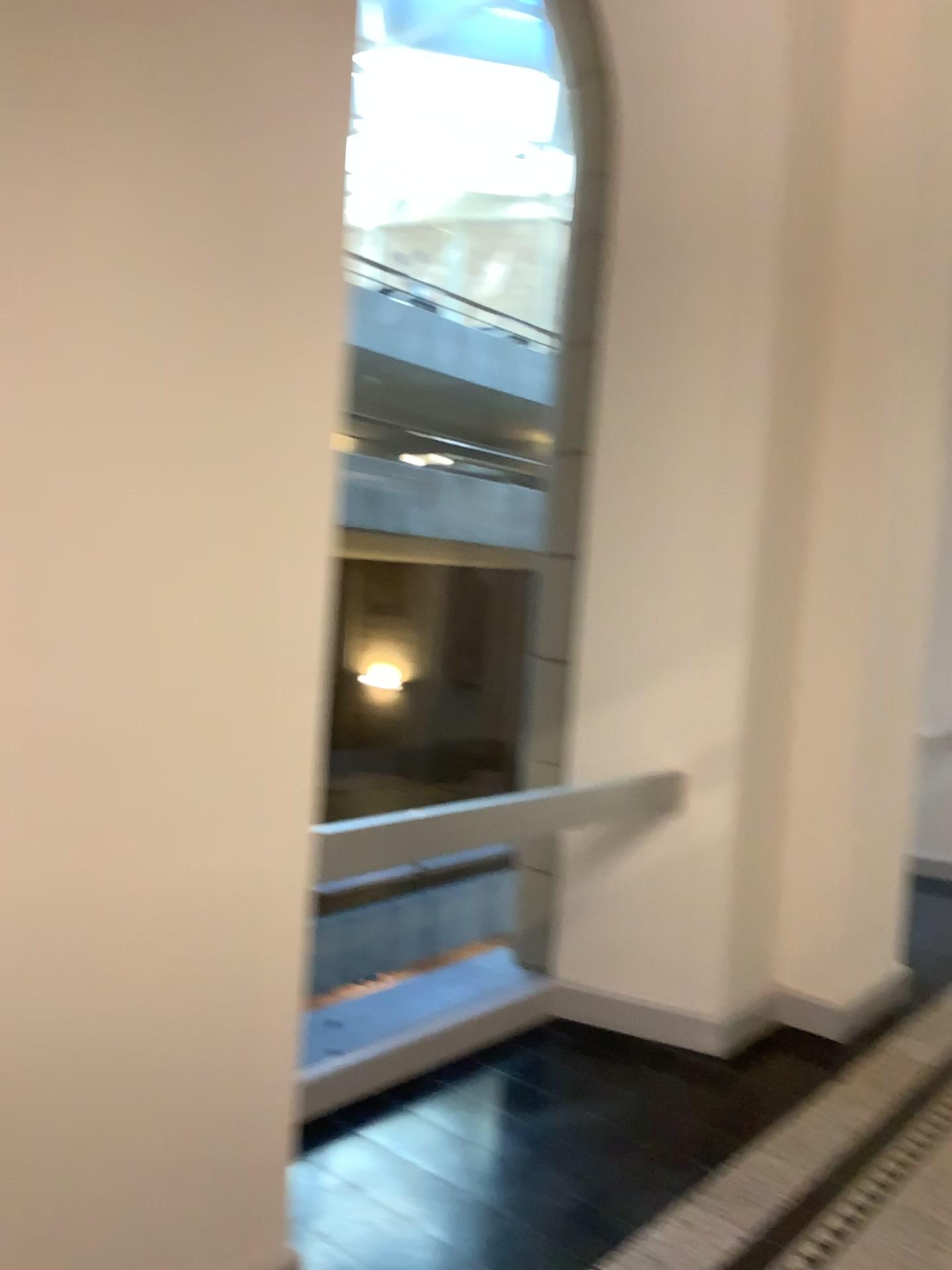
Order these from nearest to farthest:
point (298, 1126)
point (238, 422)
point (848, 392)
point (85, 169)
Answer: point (85, 169) < point (238, 422) < point (298, 1126) < point (848, 392)
